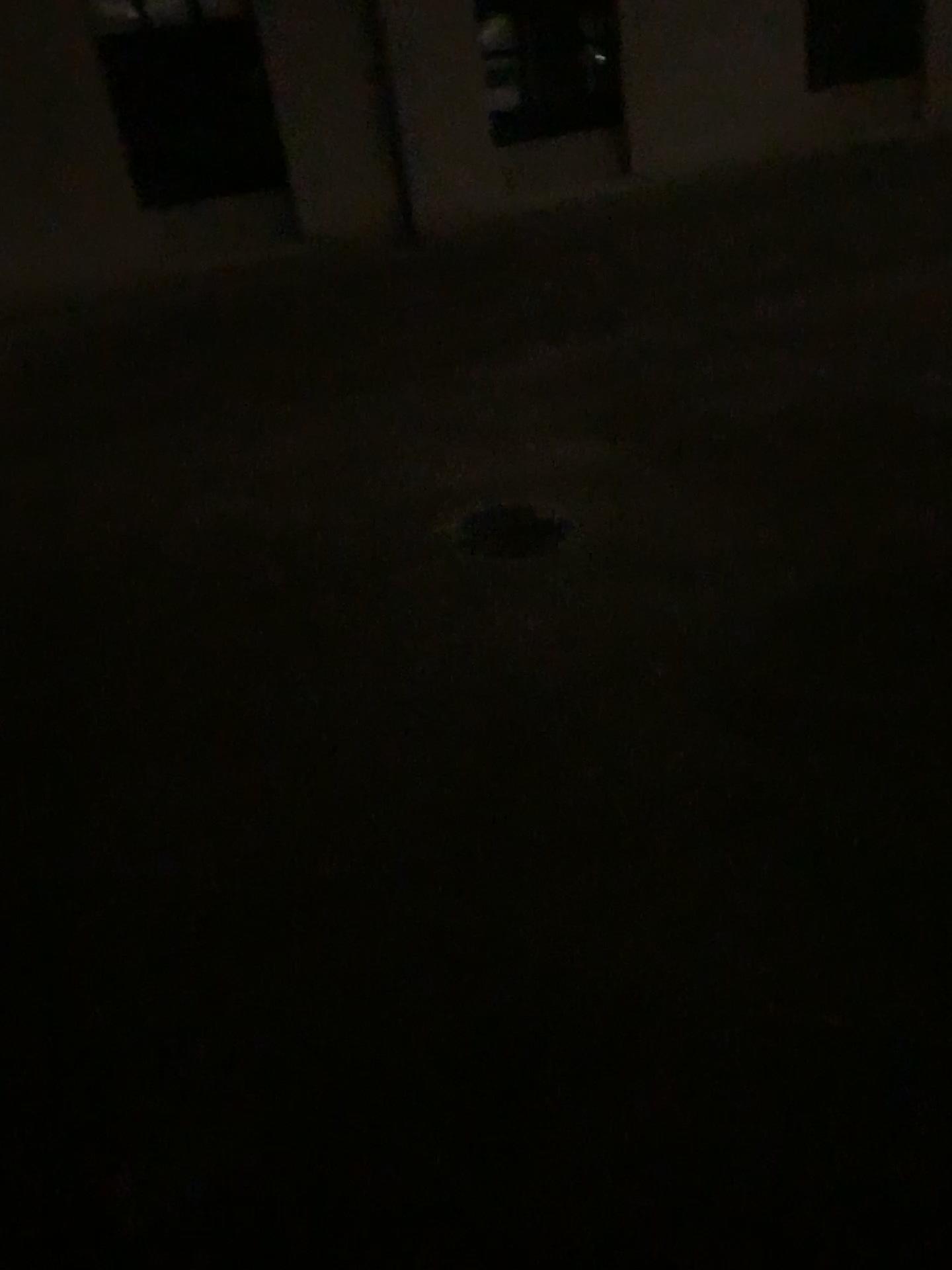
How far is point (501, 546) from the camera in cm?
407

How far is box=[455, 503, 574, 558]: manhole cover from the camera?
4.07m

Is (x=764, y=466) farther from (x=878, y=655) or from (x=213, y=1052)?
(x=213, y=1052)
